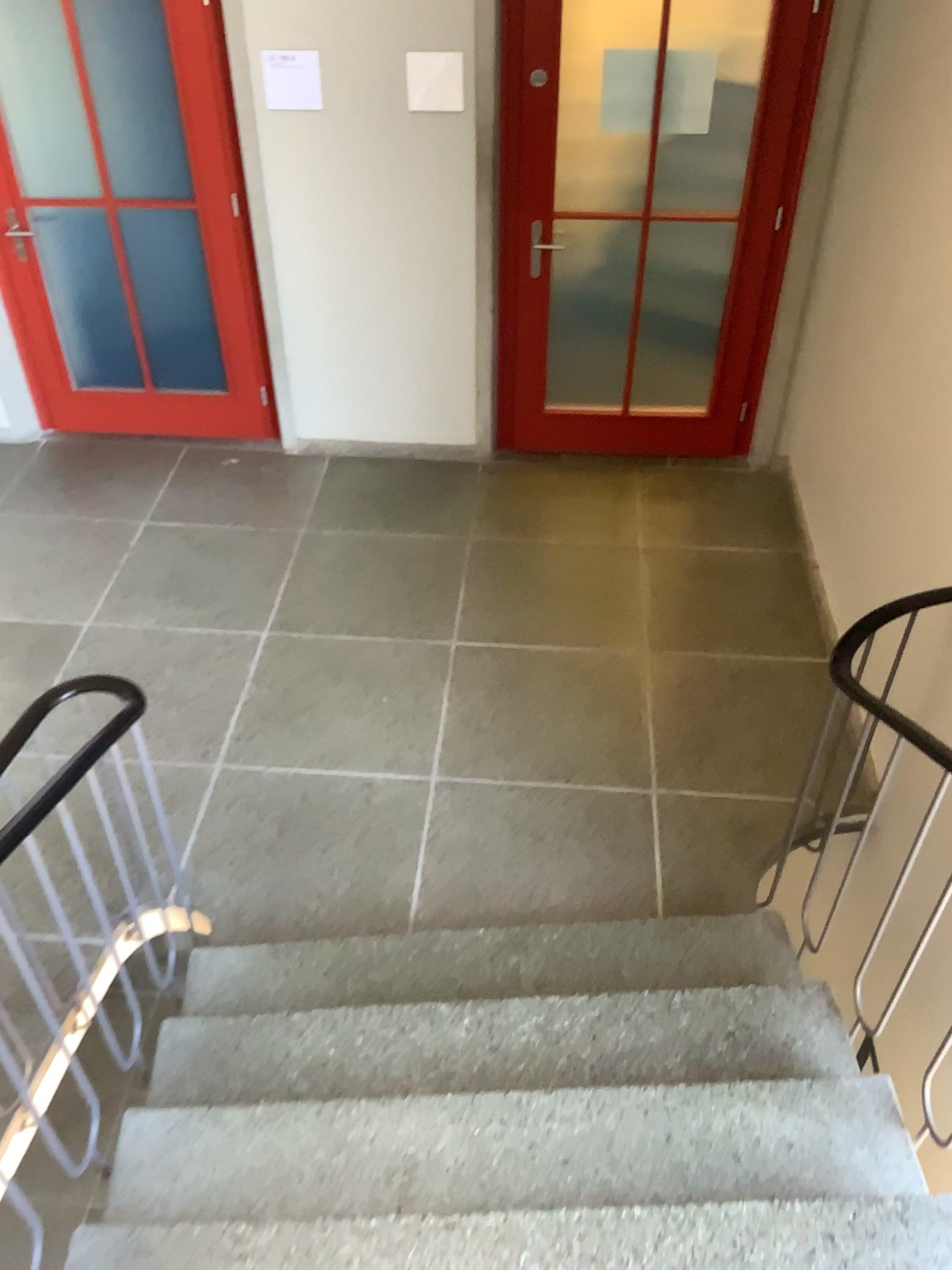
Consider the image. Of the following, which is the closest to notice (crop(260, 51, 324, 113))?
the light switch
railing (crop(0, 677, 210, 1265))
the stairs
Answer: the light switch

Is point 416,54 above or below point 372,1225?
above

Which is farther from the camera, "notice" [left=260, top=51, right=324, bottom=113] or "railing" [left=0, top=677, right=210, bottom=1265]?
"notice" [left=260, top=51, right=324, bottom=113]

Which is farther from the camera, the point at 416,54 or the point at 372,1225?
the point at 416,54

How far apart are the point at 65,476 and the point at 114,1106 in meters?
3.4 m

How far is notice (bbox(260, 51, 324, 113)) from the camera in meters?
4.0

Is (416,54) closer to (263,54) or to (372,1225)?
(263,54)

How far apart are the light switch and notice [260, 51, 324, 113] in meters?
0.4

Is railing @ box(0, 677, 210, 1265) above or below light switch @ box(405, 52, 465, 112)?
below

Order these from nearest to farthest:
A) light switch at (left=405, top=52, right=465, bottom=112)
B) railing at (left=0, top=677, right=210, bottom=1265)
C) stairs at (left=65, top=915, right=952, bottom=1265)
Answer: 1. stairs at (left=65, top=915, right=952, bottom=1265)
2. railing at (left=0, top=677, right=210, bottom=1265)
3. light switch at (left=405, top=52, right=465, bottom=112)
